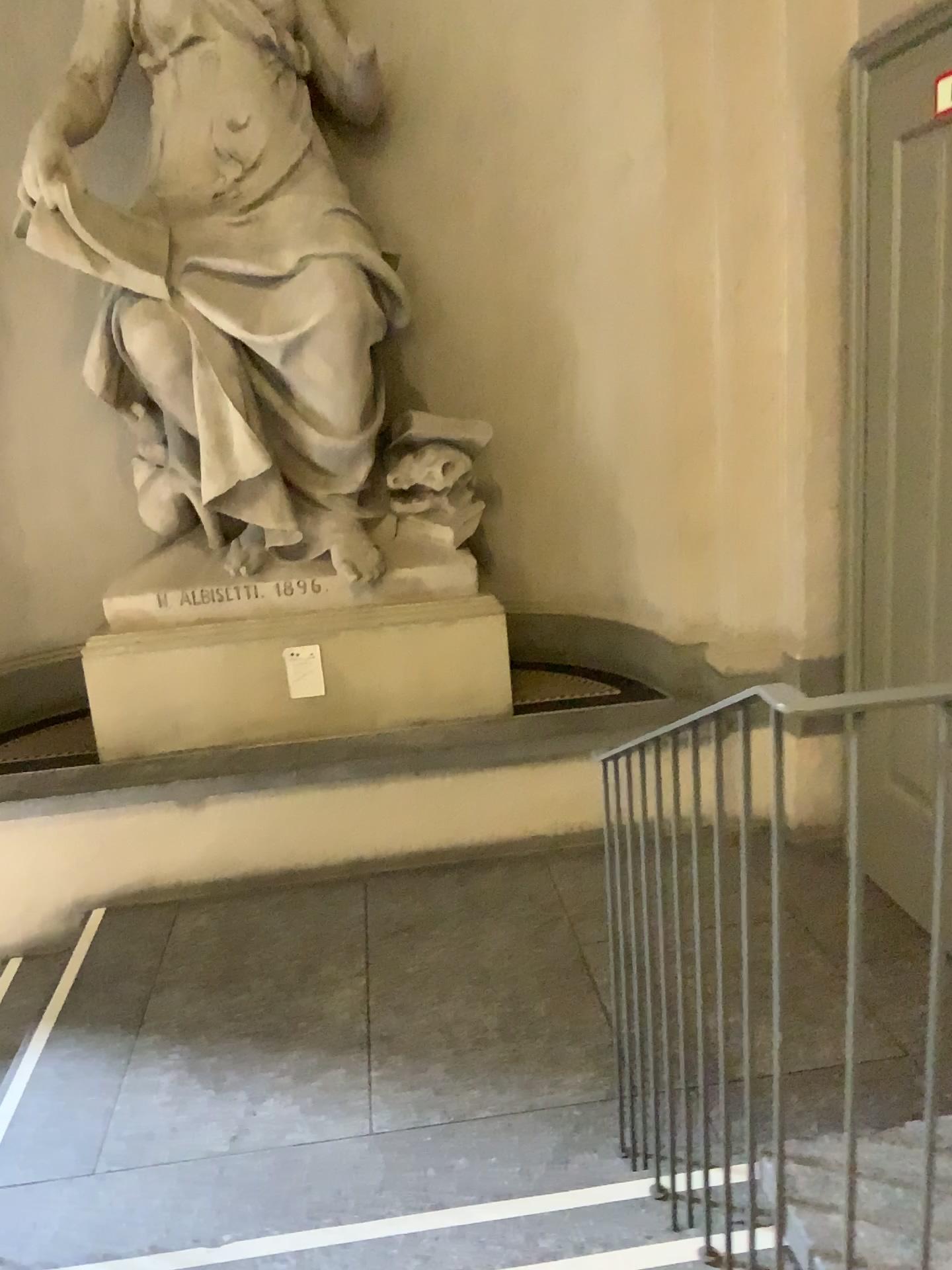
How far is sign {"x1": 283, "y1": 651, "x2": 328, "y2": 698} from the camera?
4.10m

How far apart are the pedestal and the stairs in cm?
245

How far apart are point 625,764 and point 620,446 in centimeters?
256cm

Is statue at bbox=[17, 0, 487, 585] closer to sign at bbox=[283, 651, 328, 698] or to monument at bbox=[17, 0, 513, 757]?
monument at bbox=[17, 0, 513, 757]

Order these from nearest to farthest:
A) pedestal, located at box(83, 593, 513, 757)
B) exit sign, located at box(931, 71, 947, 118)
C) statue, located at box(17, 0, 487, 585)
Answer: exit sign, located at box(931, 71, 947, 118), statue, located at box(17, 0, 487, 585), pedestal, located at box(83, 593, 513, 757)

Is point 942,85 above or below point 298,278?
above

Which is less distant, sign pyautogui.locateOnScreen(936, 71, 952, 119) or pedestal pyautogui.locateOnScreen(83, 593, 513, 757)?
sign pyautogui.locateOnScreen(936, 71, 952, 119)

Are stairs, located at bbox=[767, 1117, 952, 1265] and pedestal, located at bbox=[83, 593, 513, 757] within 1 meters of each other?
no

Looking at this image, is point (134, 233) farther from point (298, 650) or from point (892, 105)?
point (892, 105)

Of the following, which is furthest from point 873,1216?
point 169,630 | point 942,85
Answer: point 169,630
